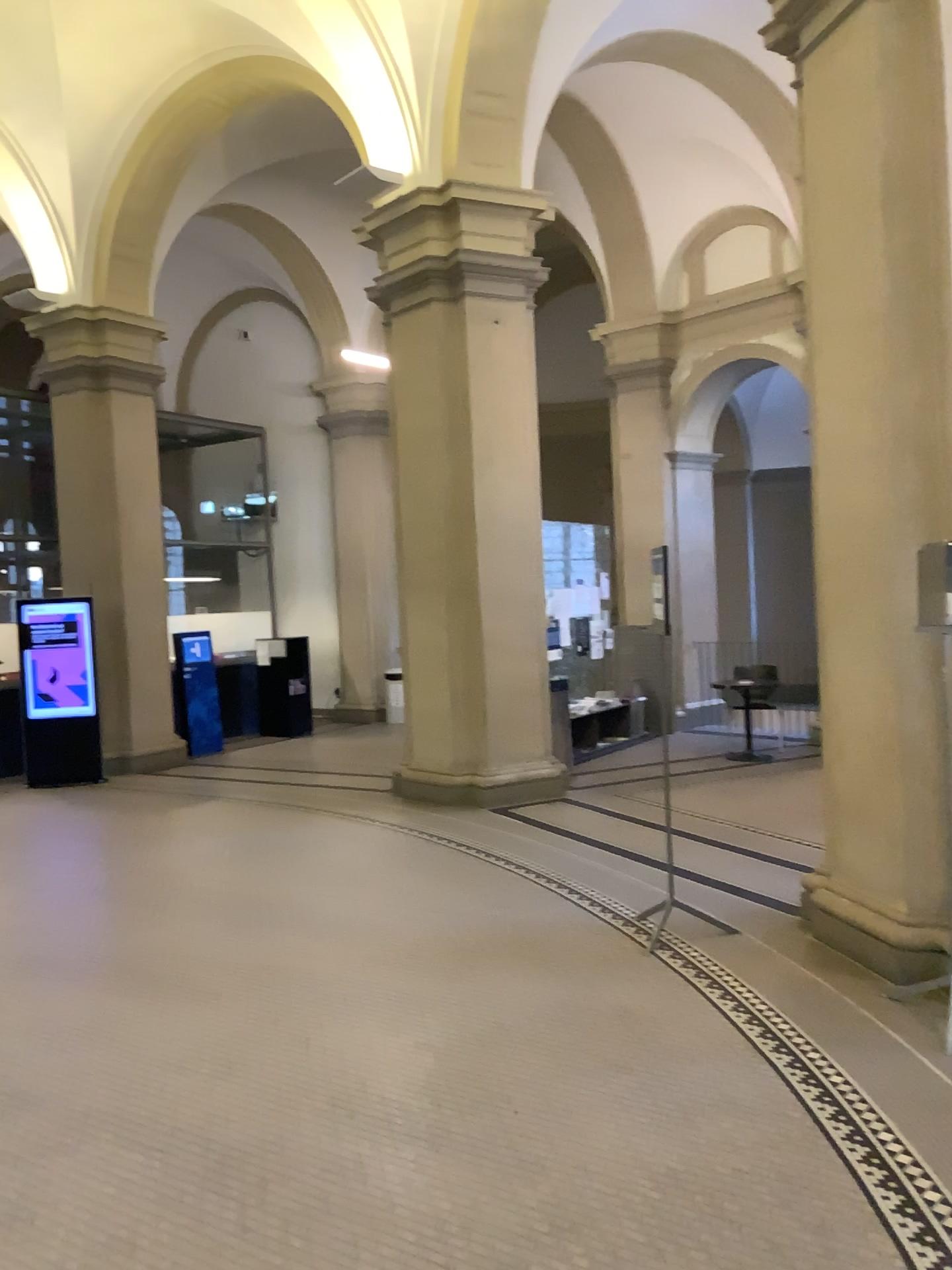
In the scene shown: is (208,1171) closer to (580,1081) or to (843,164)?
(580,1081)
